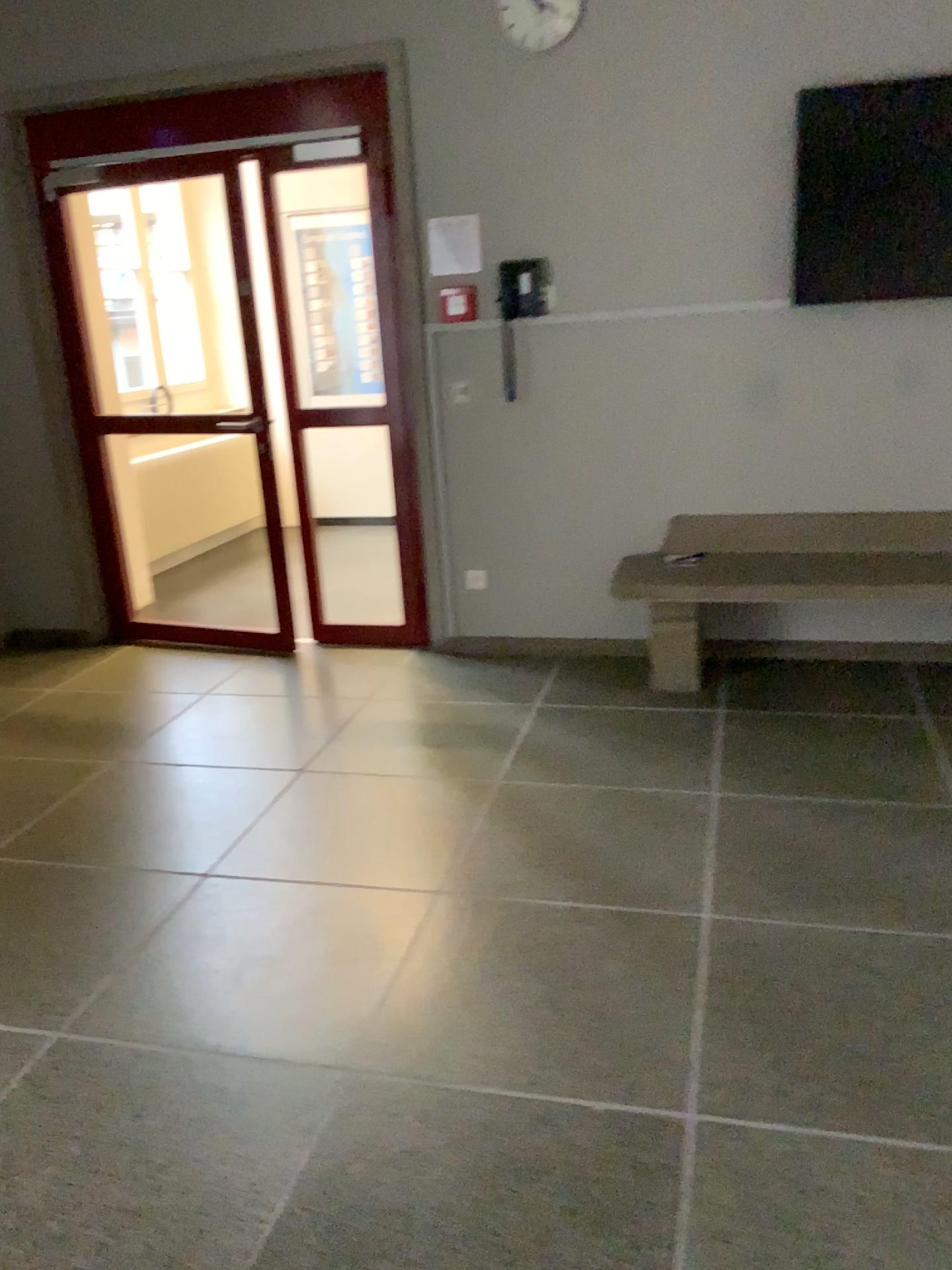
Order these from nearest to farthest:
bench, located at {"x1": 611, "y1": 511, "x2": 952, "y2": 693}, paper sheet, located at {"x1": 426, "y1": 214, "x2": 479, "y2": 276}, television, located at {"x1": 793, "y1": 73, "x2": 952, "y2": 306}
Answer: television, located at {"x1": 793, "y1": 73, "x2": 952, "y2": 306}
bench, located at {"x1": 611, "y1": 511, "x2": 952, "y2": 693}
paper sheet, located at {"x1": 426, "y1": 214, "x2": 479, "y2": 276}

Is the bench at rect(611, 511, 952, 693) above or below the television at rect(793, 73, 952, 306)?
below

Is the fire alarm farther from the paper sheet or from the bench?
the bench

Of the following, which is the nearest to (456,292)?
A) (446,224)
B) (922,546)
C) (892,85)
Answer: (446,224)

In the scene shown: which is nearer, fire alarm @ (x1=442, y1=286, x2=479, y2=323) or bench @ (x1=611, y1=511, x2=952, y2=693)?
bench @ (x1=611, y1=511, x2=952, y2=693)

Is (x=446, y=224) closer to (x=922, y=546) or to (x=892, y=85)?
(x=892, y=85)

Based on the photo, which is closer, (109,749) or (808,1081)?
(808,1081)

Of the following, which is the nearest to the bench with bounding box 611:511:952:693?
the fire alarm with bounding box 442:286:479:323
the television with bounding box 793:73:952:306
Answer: the television with bounding box 793:73:952:306

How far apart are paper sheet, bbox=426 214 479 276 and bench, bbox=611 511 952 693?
1.35m

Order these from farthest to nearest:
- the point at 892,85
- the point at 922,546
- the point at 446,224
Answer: the point at 446,224
the point at 922,546
the point at 892,85
